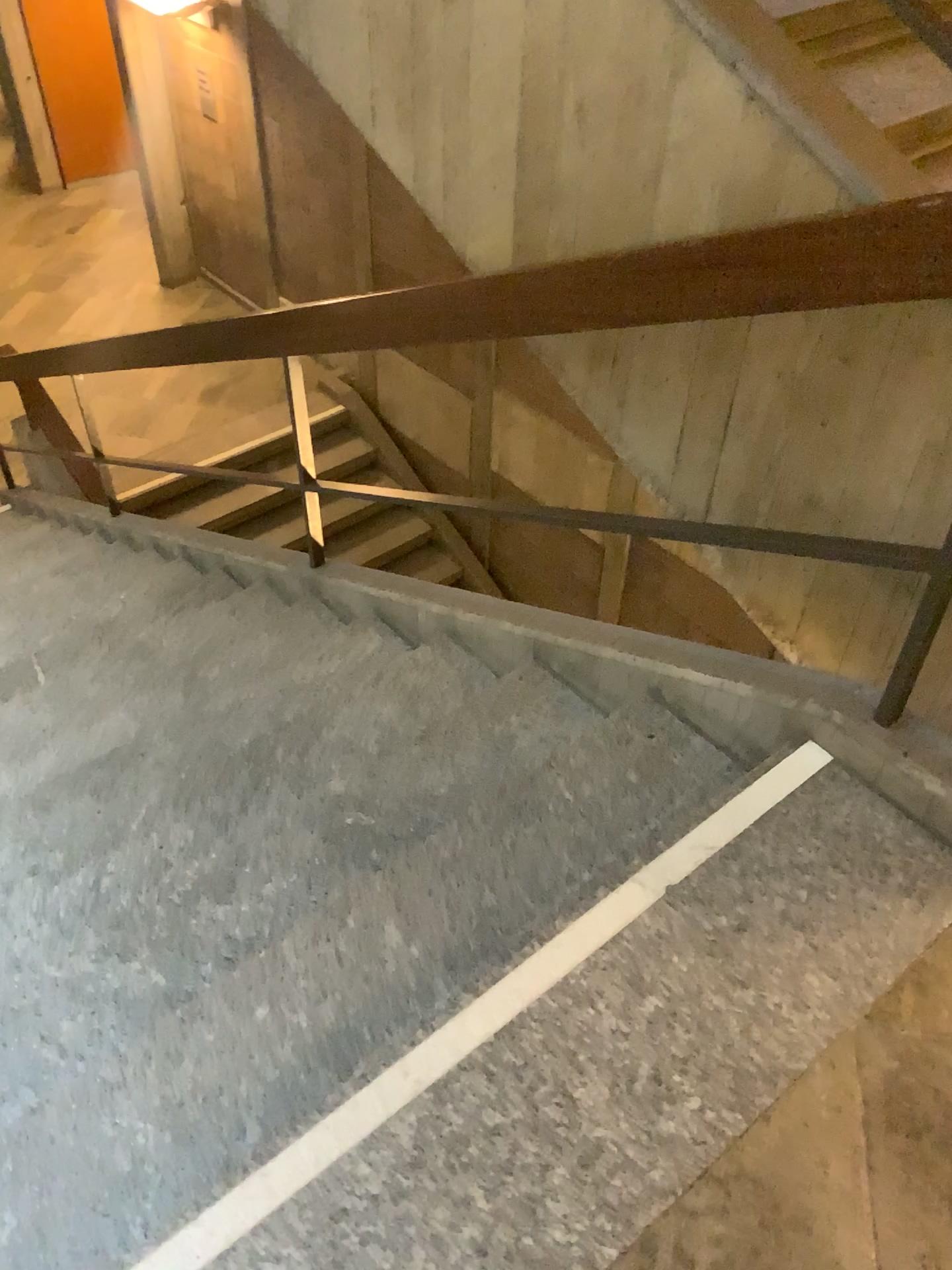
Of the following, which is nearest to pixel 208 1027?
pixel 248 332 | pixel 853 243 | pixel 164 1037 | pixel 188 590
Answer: pixel 164 1037
